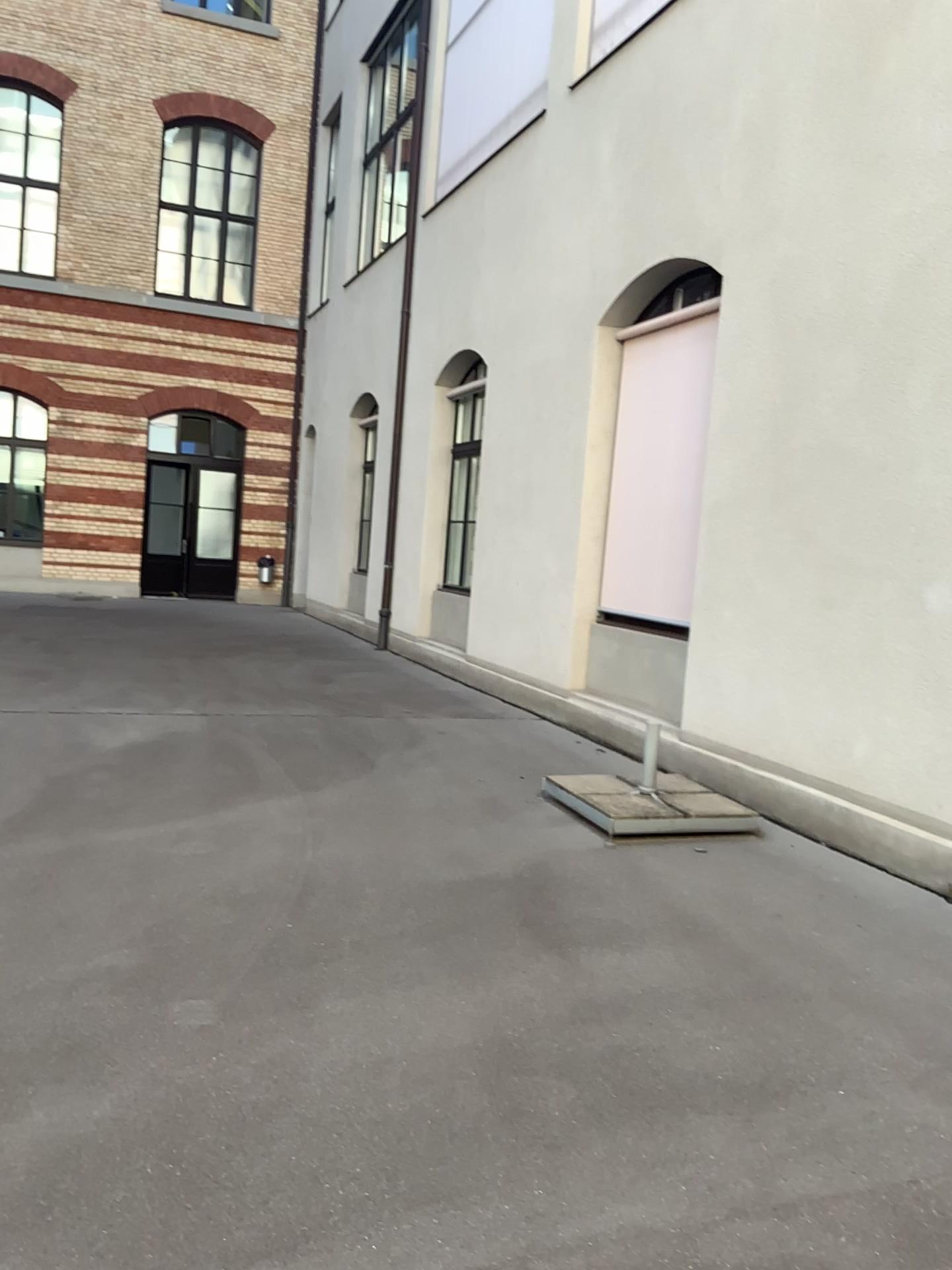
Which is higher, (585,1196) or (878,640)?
(878,640)
